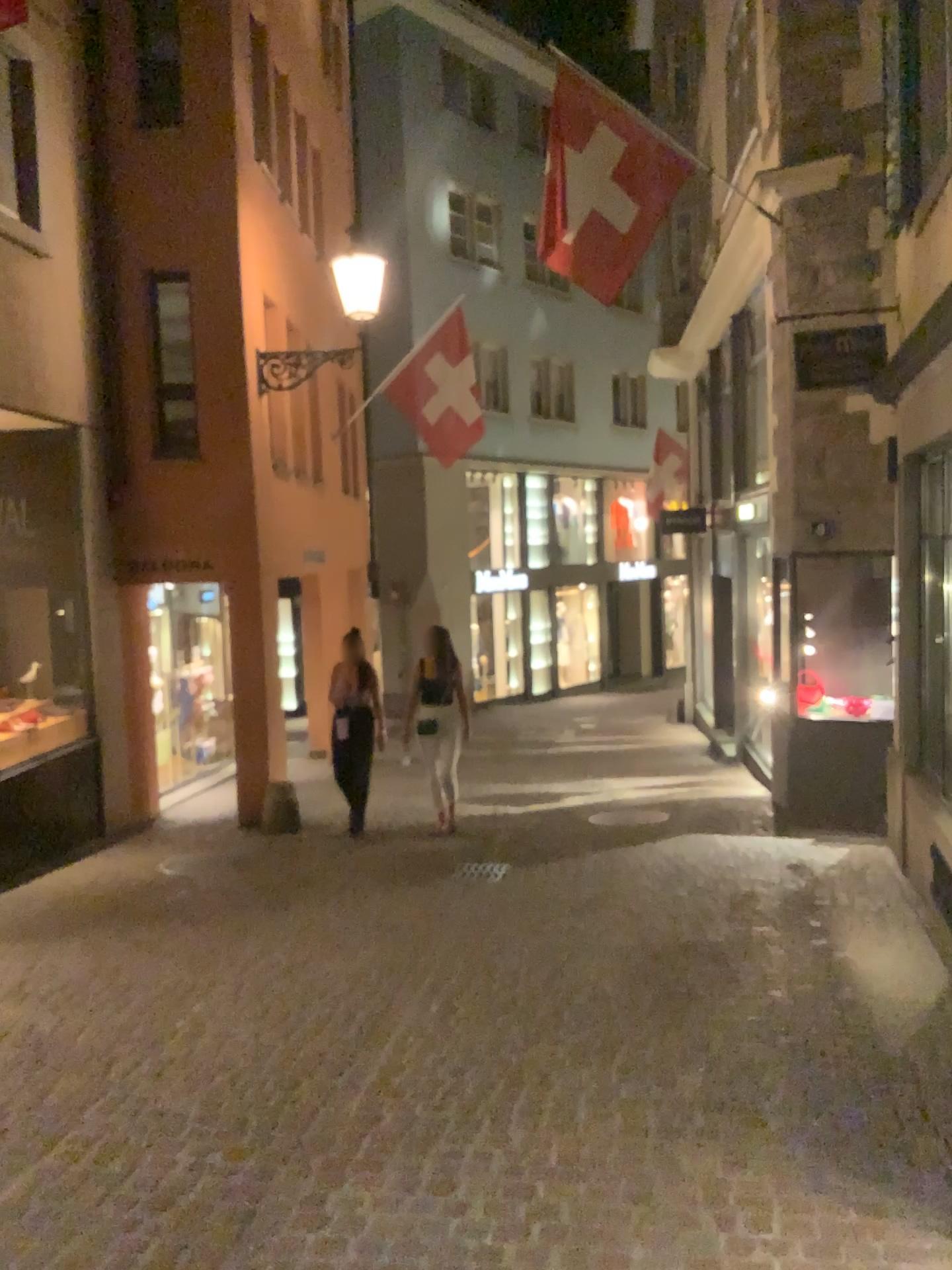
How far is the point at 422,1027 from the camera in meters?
4.4 m
